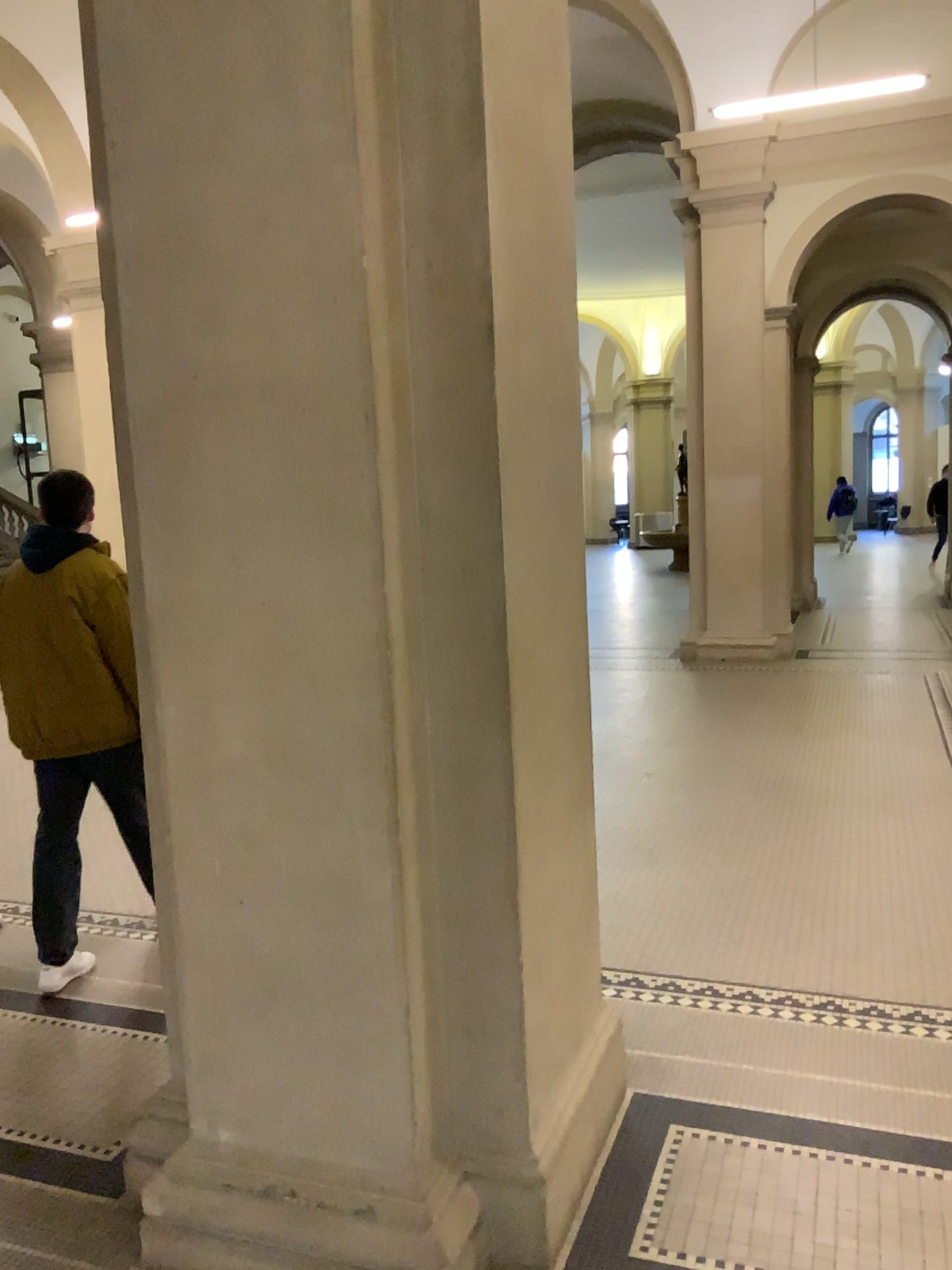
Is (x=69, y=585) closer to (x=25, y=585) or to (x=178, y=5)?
(x=25, y=585)

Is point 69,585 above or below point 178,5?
below

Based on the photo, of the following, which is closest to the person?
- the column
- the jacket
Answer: the jacket

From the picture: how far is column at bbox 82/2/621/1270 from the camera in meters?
1.9

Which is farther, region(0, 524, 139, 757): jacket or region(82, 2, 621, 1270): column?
region(0, 524, 139, 757): jacket

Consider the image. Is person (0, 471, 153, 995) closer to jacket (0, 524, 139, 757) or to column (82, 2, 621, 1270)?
jacket (0, 524, 139, 757)

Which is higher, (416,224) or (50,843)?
(416,224)

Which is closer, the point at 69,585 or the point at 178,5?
the point at 178,5
